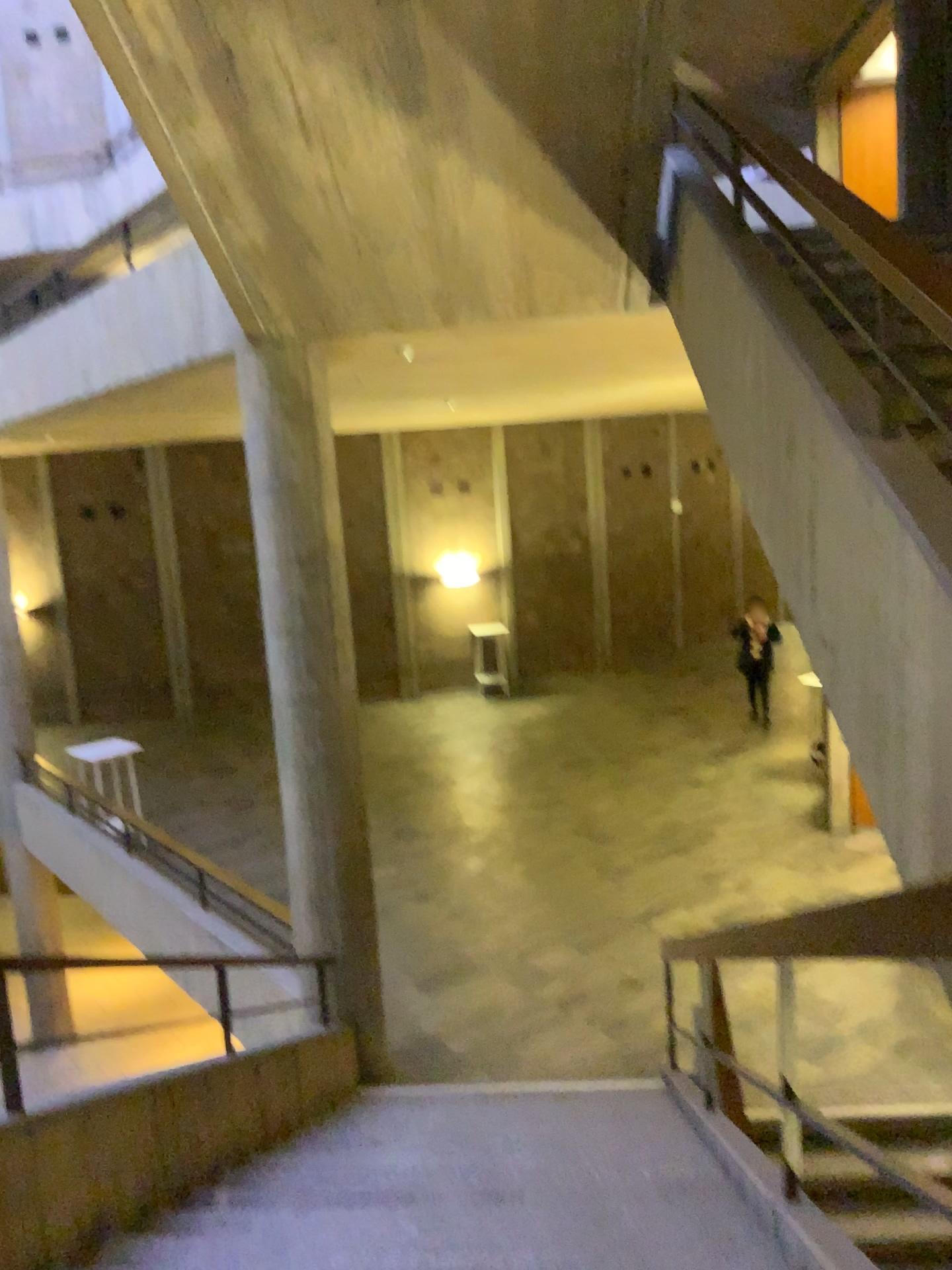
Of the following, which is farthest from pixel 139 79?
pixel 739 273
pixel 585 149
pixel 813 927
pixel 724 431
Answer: pixel 813 927
